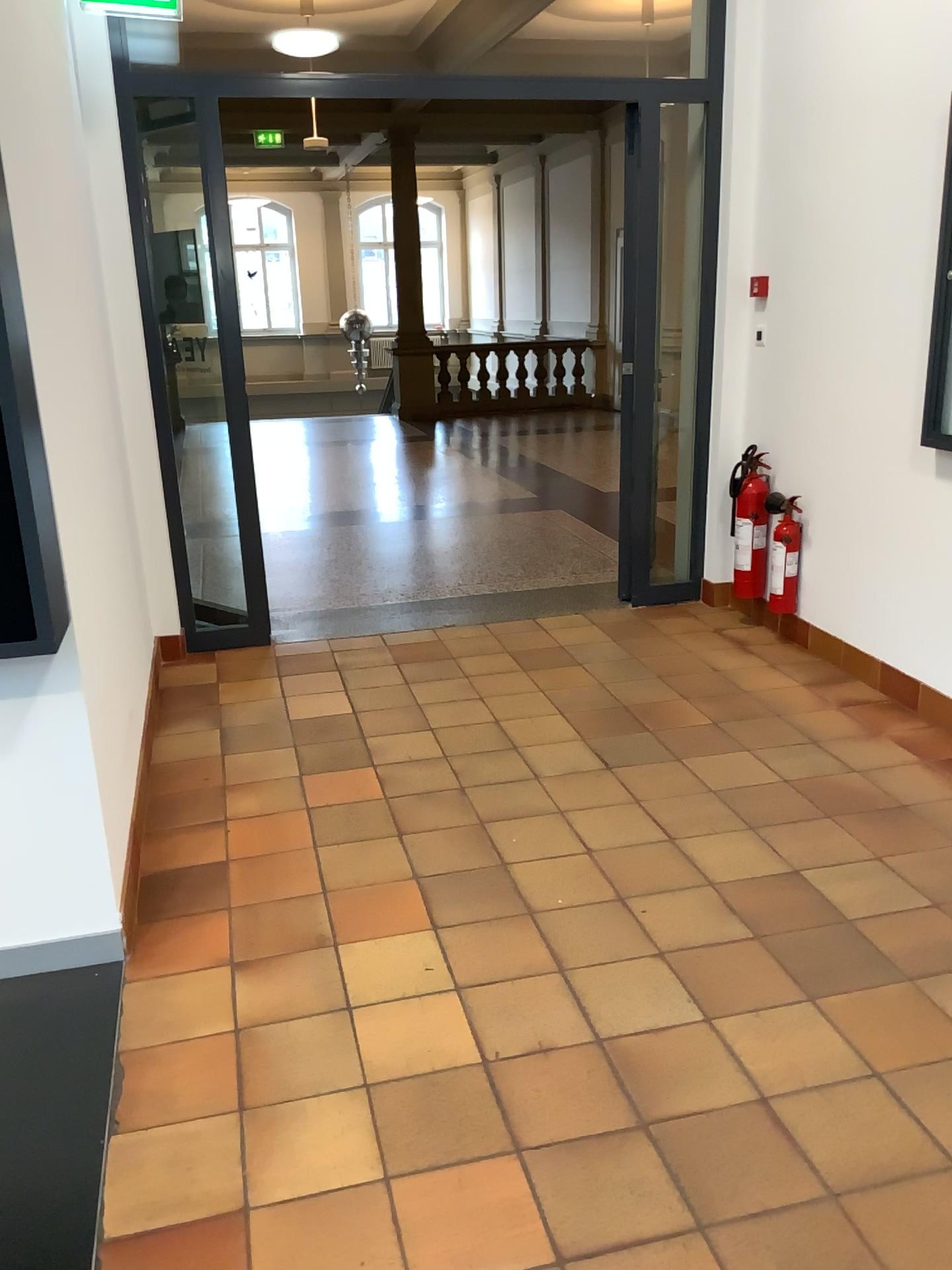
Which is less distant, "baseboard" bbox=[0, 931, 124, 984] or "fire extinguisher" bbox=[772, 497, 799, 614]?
"baseboard" bbox=[0, 931, 124, 984]

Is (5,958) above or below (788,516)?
below

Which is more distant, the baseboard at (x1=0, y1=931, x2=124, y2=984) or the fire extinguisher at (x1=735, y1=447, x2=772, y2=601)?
the fire extinguisher at (x1=735, y1=447, x2=772, y2=601)

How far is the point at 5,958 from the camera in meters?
2.5 m

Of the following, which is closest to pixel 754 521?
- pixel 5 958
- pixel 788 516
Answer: pixel 788 516

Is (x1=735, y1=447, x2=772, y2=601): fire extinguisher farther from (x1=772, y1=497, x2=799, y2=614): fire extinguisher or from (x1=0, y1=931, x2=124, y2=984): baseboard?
(x1=0, y1=931, x2=124, y2=984): baseboard

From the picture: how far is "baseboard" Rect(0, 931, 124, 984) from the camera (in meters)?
2.52

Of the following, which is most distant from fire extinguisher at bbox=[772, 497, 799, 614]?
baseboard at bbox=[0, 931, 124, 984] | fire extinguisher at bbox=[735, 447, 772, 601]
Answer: baseboard at bbox=[0, 931, 124, 984]

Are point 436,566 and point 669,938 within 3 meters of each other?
no
